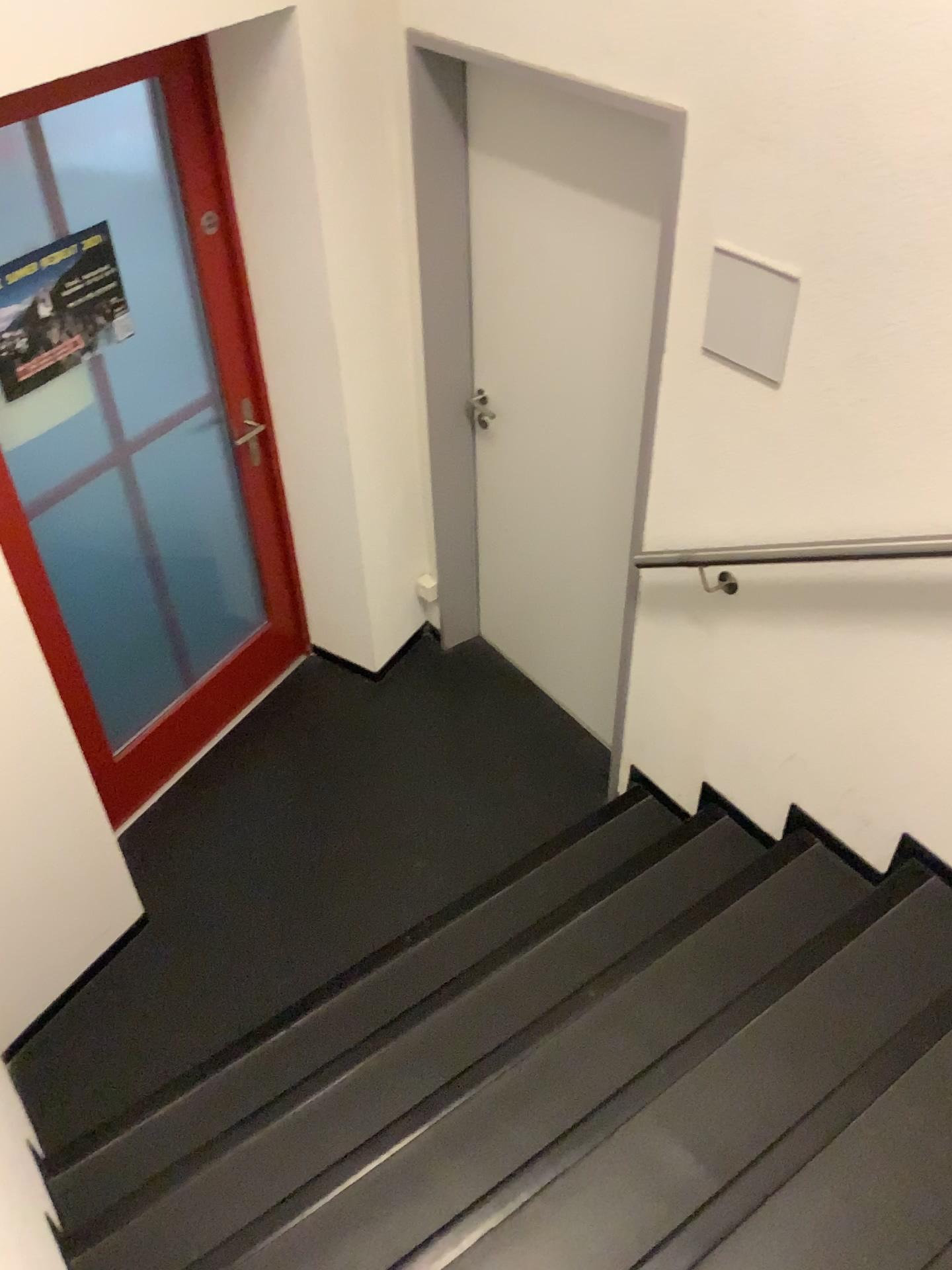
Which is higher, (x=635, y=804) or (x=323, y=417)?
(x=323, y=417)

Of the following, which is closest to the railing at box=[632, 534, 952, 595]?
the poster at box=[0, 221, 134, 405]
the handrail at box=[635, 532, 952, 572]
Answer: the handrail at box=[635, 532, 952, 572]

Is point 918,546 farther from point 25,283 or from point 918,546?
point 25,283

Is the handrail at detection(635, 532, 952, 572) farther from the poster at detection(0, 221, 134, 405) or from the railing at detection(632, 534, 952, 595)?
the poster at detection(0, 221, 134, 405)

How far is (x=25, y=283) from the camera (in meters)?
2.40

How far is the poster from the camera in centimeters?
240cm

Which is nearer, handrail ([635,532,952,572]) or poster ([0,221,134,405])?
handrail ([635,532,952,572])

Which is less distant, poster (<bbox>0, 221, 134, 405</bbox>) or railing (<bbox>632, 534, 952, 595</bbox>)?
railing (<bbox>632, 534, 952, 595</bbox>)

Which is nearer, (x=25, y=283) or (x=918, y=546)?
(x=918, y=546)
